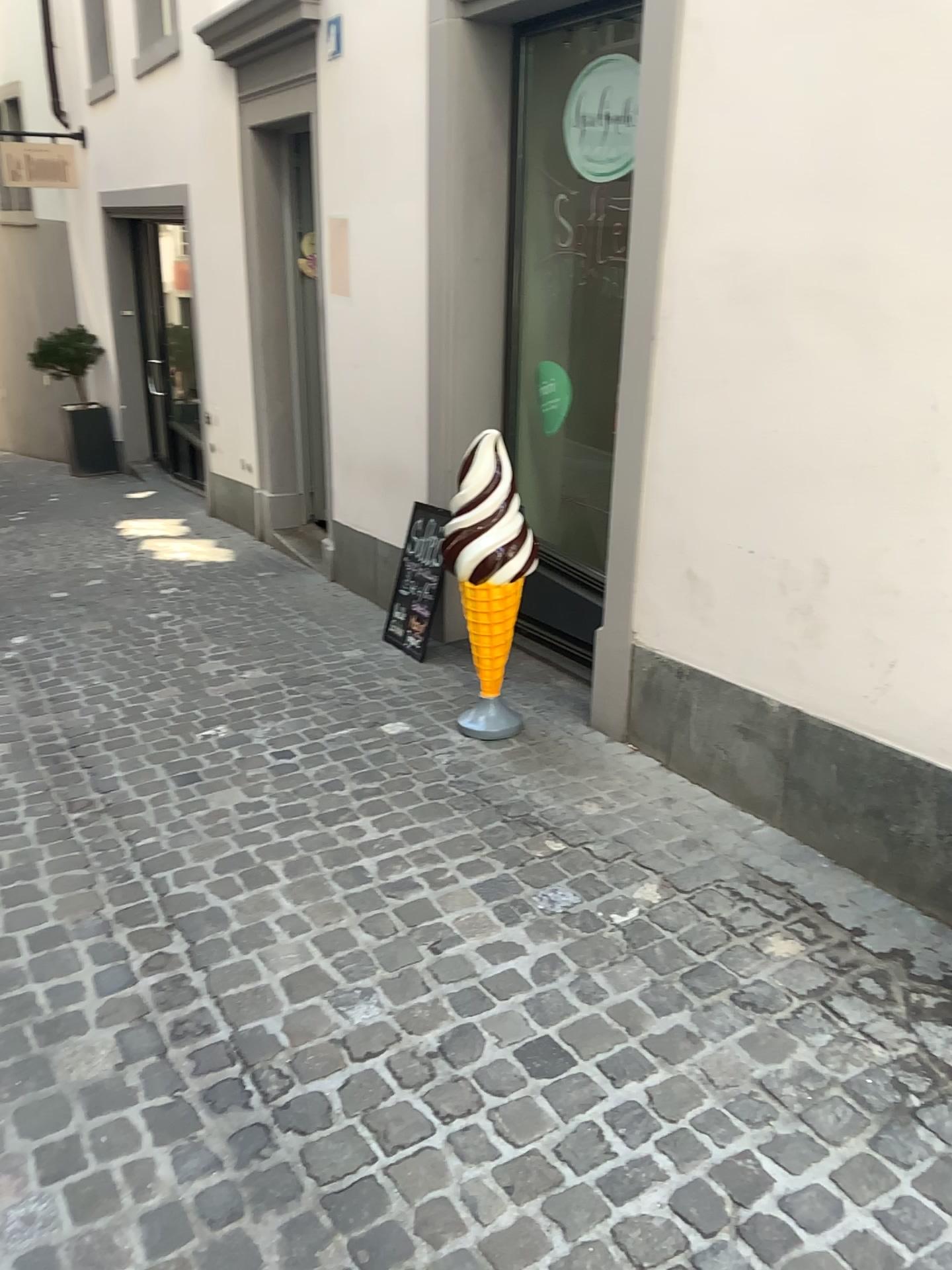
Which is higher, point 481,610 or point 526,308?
point 526,308

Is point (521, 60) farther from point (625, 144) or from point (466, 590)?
point (466, 590)

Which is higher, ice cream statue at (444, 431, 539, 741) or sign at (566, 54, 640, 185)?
sign at (566, 54, 640, 185)

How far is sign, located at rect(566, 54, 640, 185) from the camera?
3.4m

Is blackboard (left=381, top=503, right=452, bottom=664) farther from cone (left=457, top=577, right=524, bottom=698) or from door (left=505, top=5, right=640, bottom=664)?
cone (left=457, top=577, right=524, bottom=698)

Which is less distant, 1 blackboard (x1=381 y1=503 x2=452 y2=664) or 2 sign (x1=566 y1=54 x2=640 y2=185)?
2 sign (x1=566 y1=54 x2=640 y2=185)

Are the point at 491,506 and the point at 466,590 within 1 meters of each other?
yes

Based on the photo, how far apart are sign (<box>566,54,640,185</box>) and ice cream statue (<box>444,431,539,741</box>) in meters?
1.0

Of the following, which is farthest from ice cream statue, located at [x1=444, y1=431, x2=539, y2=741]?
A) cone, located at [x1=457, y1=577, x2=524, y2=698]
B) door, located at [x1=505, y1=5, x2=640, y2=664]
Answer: door, located at [x1=505, y1=5, x2=640, y2=664]

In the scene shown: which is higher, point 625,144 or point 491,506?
point 625,144
